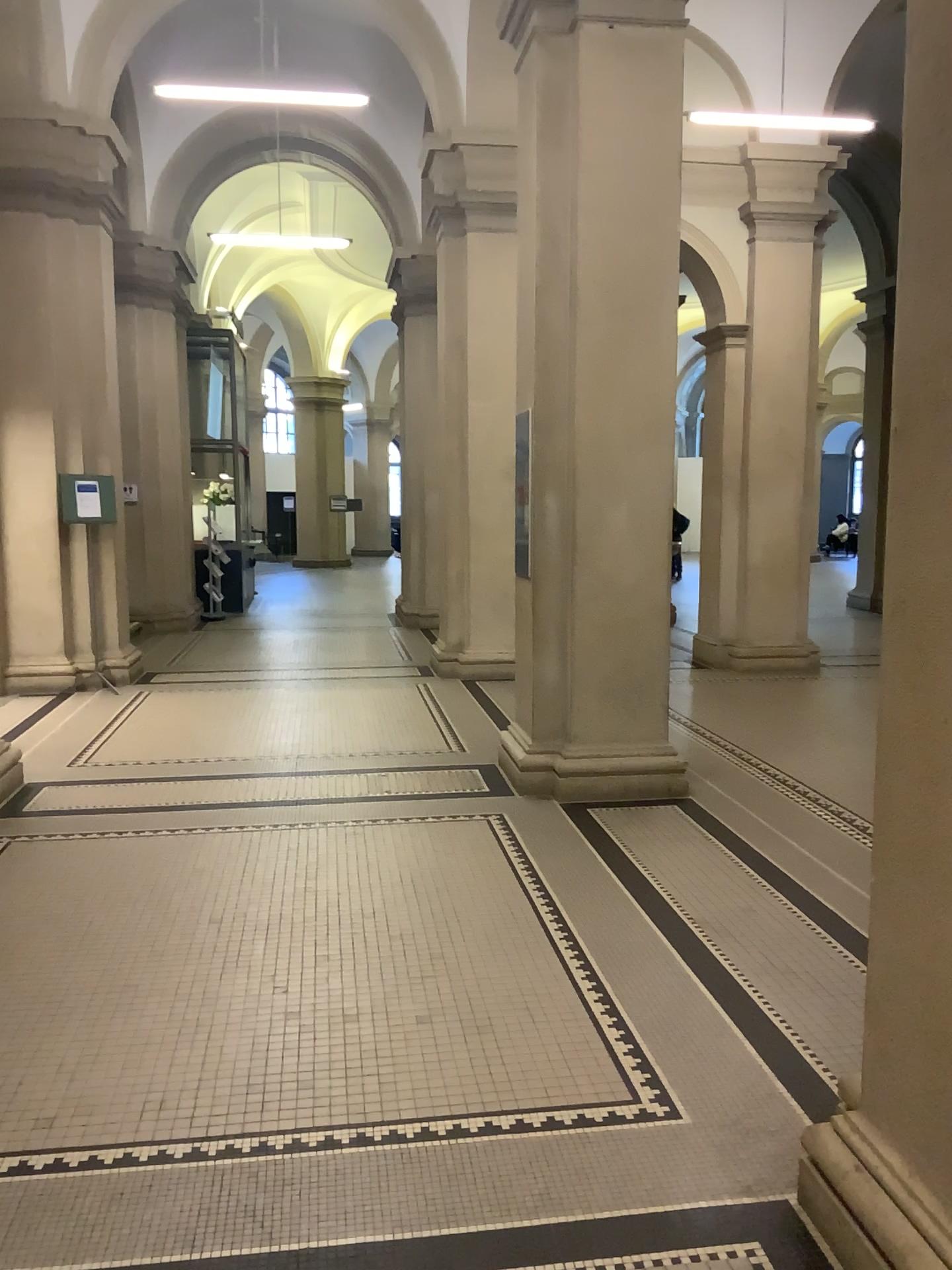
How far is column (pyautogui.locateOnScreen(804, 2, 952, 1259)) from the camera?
1.9m

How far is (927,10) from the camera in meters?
1.9

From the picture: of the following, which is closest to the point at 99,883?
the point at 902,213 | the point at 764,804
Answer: the point at 764,804
